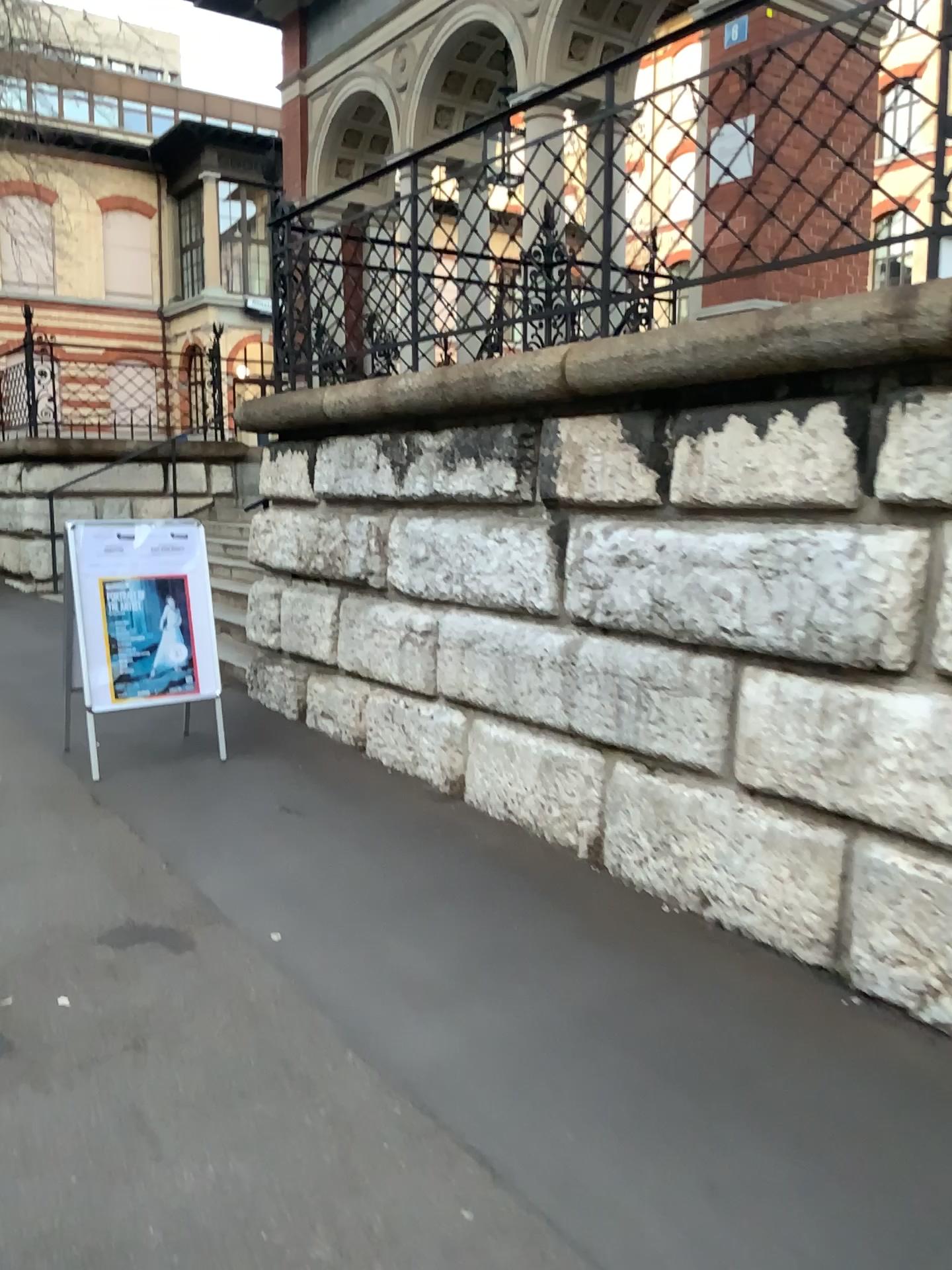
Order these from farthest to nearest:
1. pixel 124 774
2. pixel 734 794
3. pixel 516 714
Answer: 1. pixel 124 774
2. pixel 516 714
3. pixel 734 794
